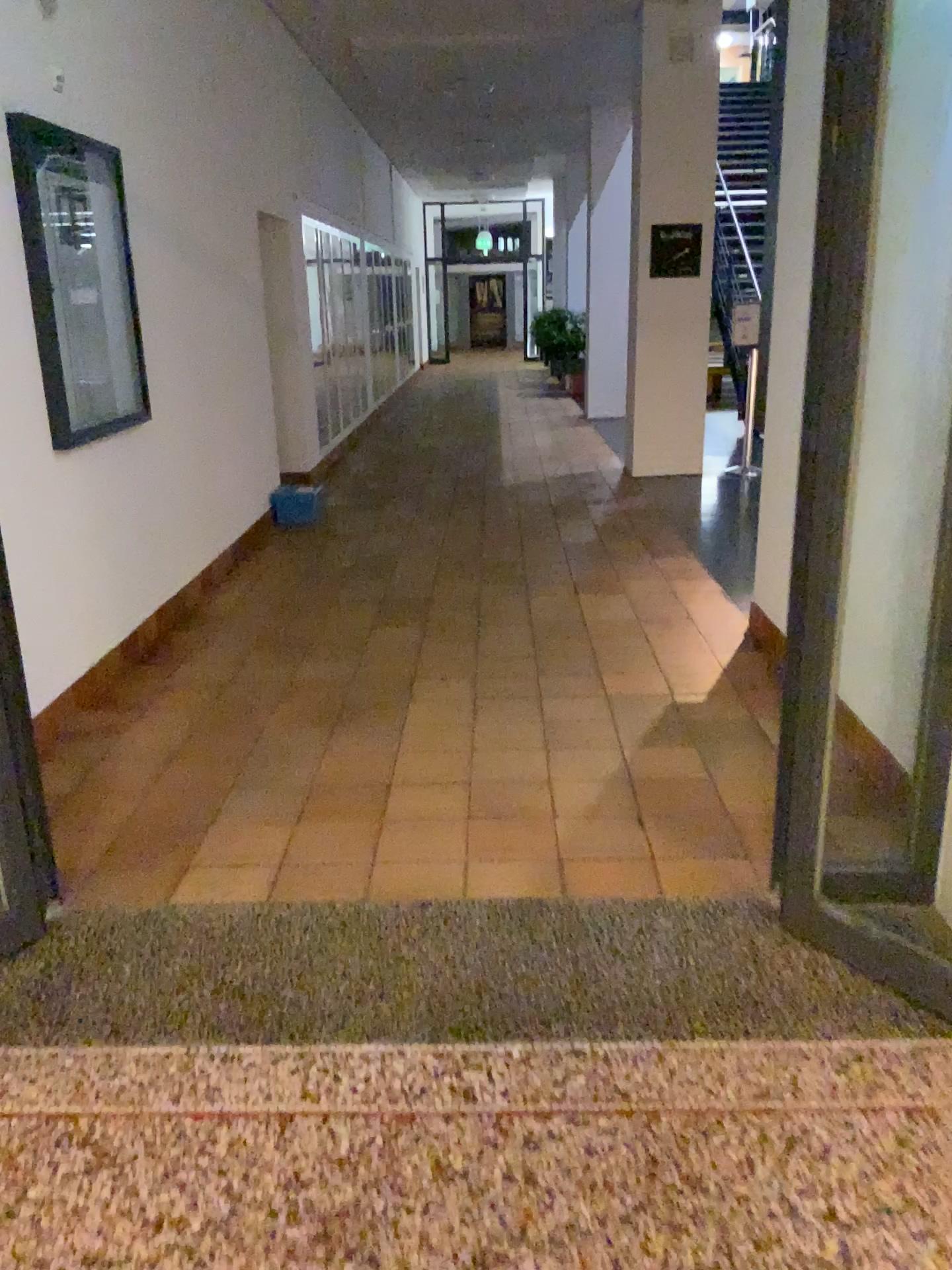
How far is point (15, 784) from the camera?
2.47m

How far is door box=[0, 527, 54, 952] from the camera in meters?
2.5 m

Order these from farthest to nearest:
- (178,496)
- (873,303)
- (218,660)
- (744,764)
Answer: (178,496) → (218,660) → (744,764) → (873,303)
